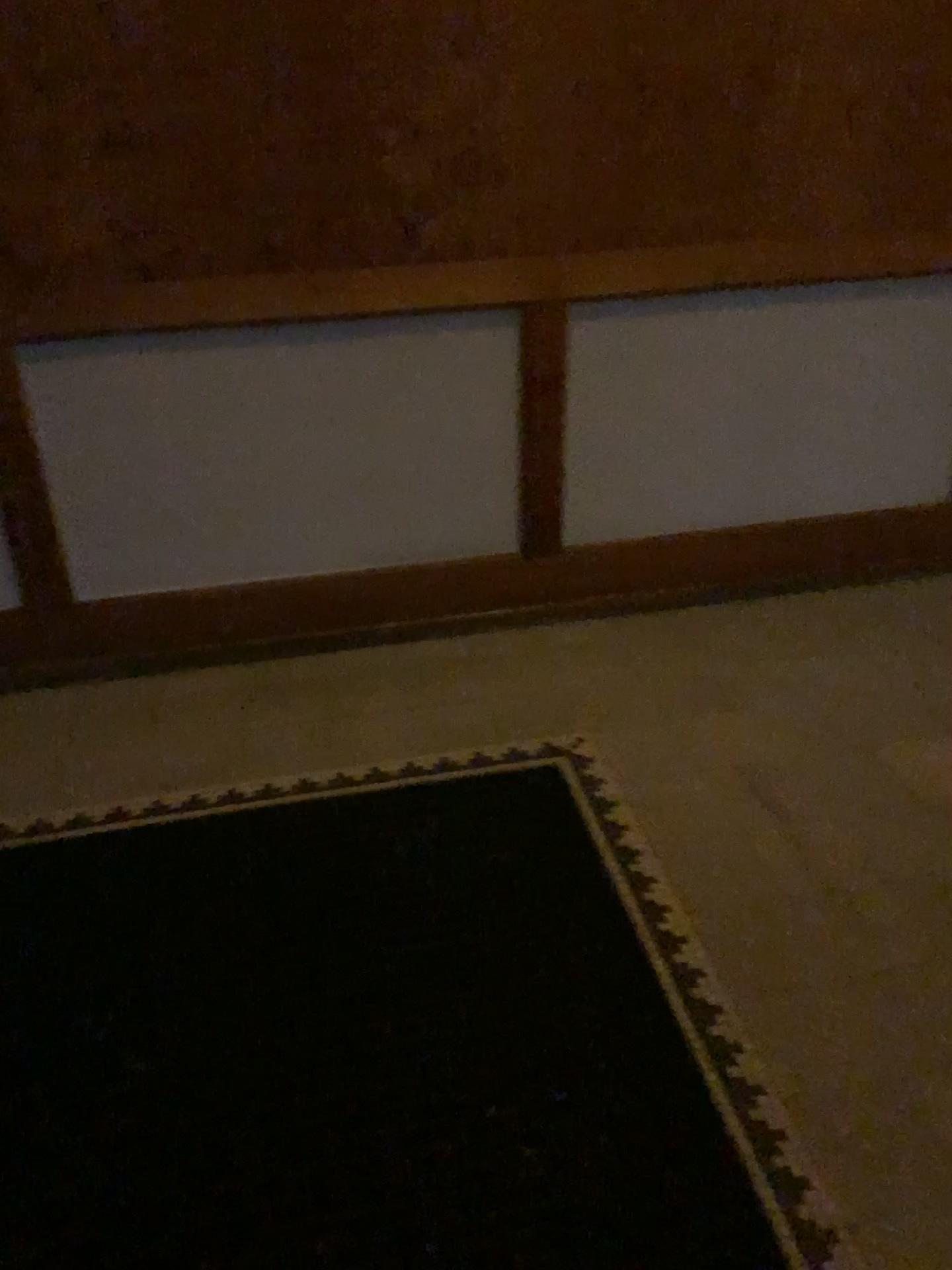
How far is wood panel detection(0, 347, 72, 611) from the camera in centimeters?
243cm

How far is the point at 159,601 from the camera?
2.72m

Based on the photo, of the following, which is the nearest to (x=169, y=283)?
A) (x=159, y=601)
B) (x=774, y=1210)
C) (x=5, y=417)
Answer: (x=5, y=417)

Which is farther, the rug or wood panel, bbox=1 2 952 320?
wood panel, bbox=1 2 952 320

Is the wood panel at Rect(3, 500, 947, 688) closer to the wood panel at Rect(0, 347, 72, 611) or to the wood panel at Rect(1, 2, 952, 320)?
the wood panel at Rect(0, 347, 72, 611)

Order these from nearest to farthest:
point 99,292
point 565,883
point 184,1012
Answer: point 184,1012, point 565,883, point 99,292

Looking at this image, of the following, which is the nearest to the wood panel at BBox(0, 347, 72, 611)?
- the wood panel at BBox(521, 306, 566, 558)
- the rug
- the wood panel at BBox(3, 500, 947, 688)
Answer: the wood panel at BBox(3, 500, 947, 688)

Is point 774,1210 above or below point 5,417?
below

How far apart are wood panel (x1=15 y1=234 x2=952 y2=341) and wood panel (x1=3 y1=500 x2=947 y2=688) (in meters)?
0.67

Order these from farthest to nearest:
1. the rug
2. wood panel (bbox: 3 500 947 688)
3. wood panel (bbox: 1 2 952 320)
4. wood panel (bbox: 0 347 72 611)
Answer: wood panel (bbox: 3 500 947 688), wood panel (bbox: 0 347 72 611), wood panel (bbox: 1 2 952 320), the rug
